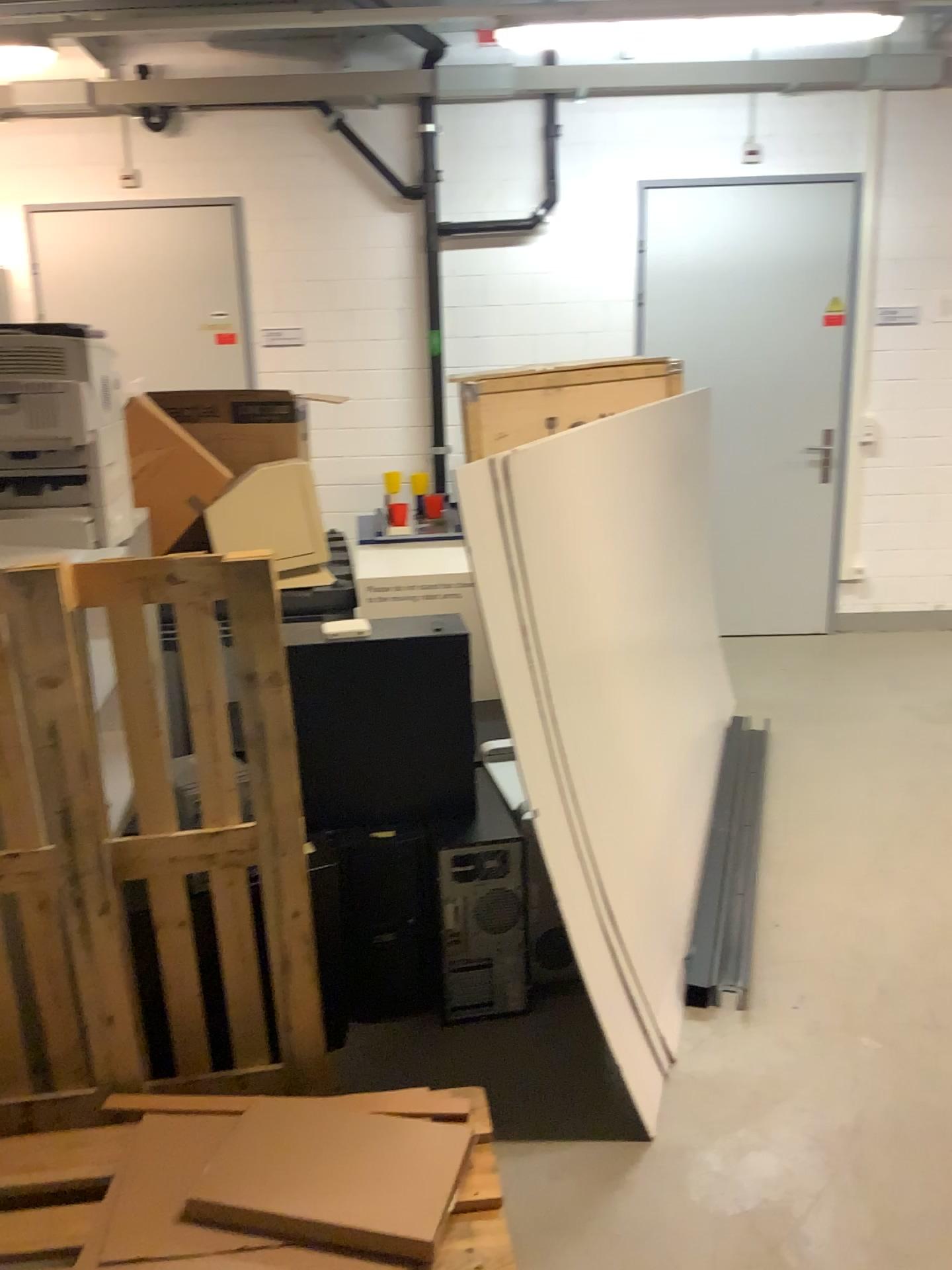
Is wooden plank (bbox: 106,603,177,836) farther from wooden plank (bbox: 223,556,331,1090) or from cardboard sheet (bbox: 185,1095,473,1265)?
cardboard sheet (bbox: 185,1095,473,1265)

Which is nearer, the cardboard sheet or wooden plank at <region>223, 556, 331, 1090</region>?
the cardboard sheet

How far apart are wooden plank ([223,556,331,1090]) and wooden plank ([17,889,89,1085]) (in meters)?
0.40

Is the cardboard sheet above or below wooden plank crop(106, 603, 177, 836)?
below

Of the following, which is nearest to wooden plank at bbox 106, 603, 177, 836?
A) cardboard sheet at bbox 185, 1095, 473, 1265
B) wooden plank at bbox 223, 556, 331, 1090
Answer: wooden plank at bbox 223, 556, 331, 1090

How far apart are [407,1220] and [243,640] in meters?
1.0 m

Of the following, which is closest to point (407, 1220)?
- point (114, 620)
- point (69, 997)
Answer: point (69, 997)

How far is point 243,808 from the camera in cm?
220

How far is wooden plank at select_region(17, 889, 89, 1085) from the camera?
2.1 meters

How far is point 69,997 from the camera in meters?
2.1 m
